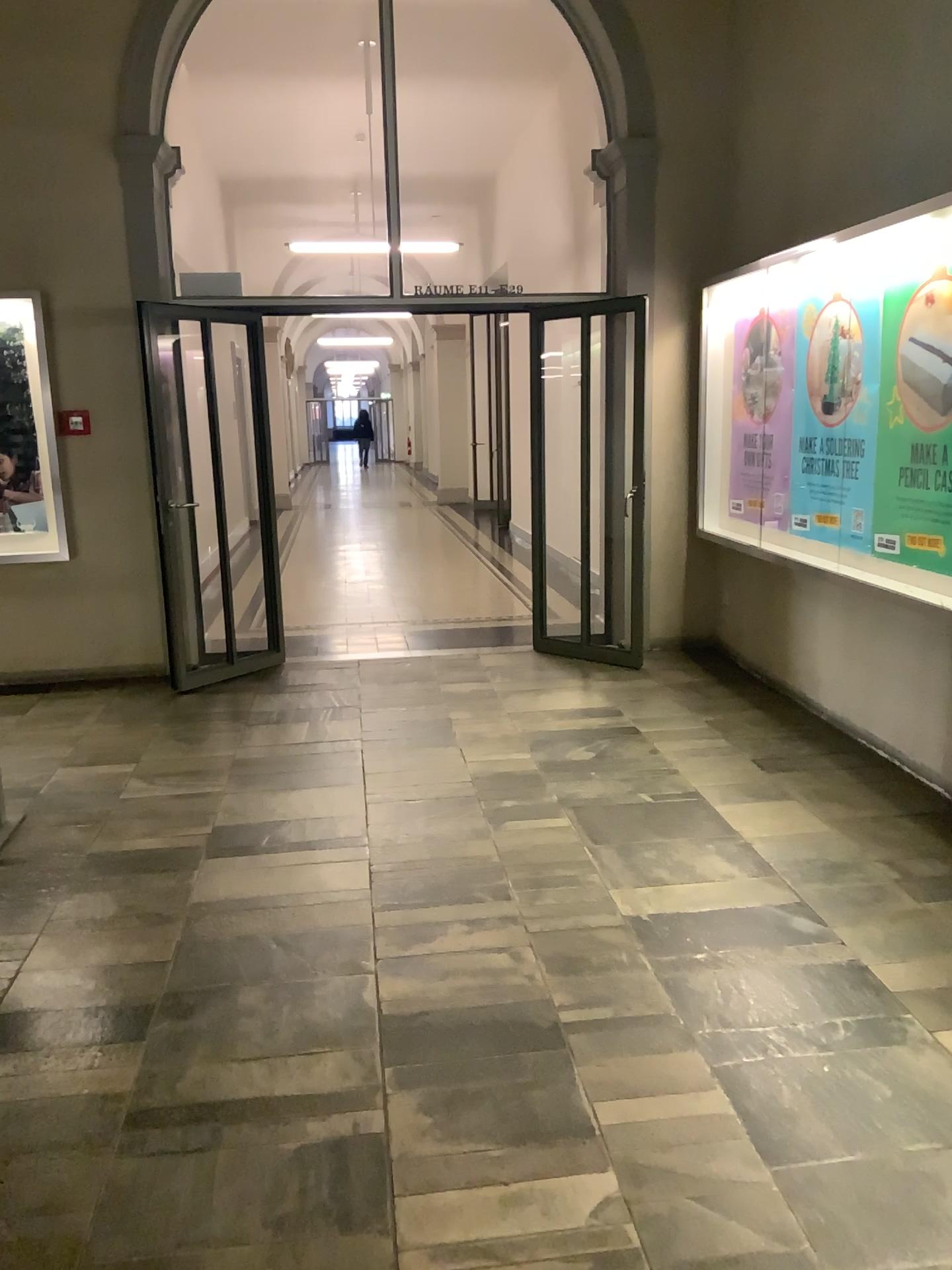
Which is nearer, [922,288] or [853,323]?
[922,288]

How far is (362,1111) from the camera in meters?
2.3 m

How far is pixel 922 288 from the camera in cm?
409

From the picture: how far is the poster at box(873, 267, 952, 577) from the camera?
4.1m

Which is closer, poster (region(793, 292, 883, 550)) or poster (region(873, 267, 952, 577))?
poster (region(873, 267, 952, 577))

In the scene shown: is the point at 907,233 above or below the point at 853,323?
above
